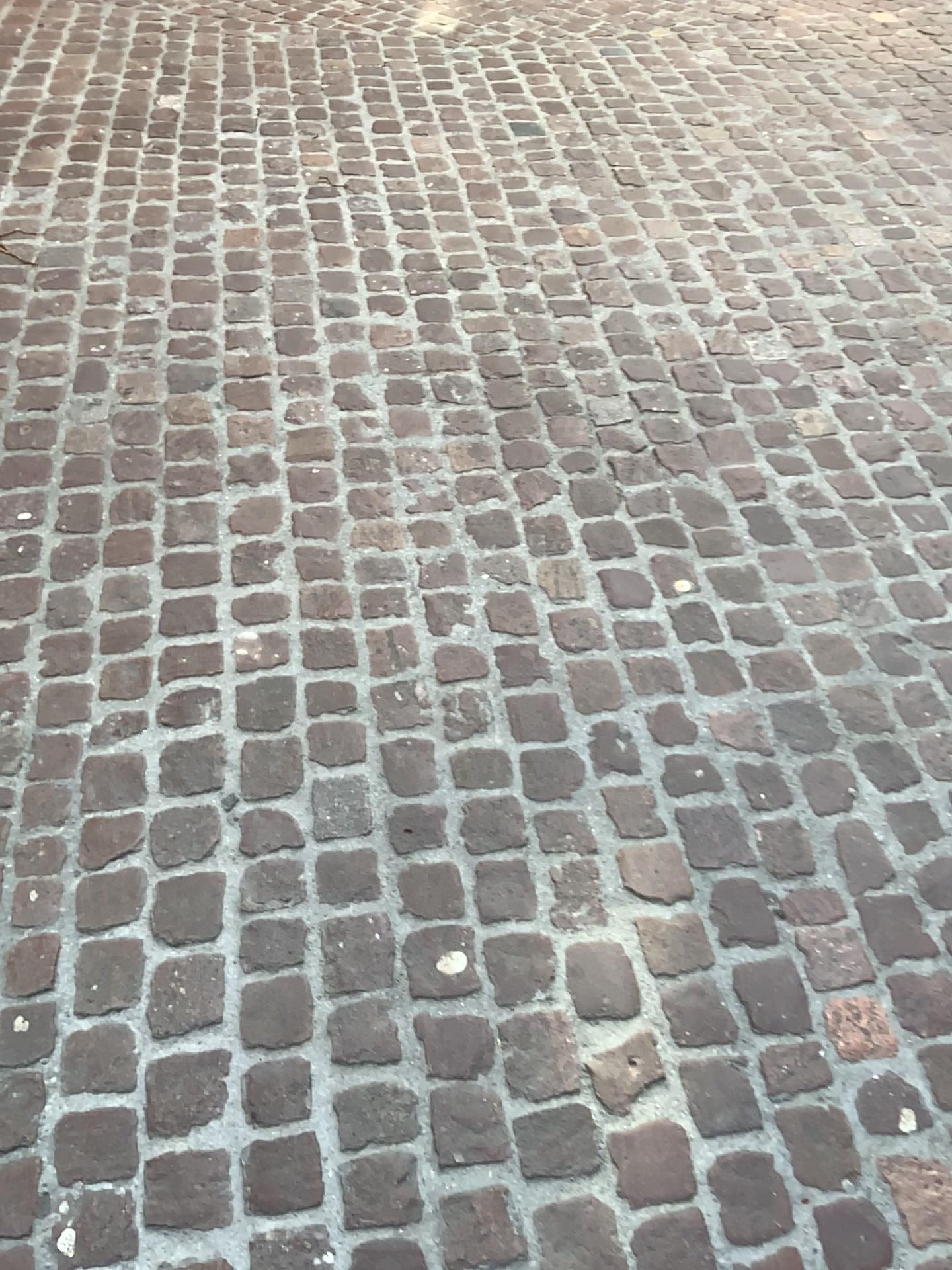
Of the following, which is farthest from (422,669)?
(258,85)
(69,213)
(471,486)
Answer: (258,85)
